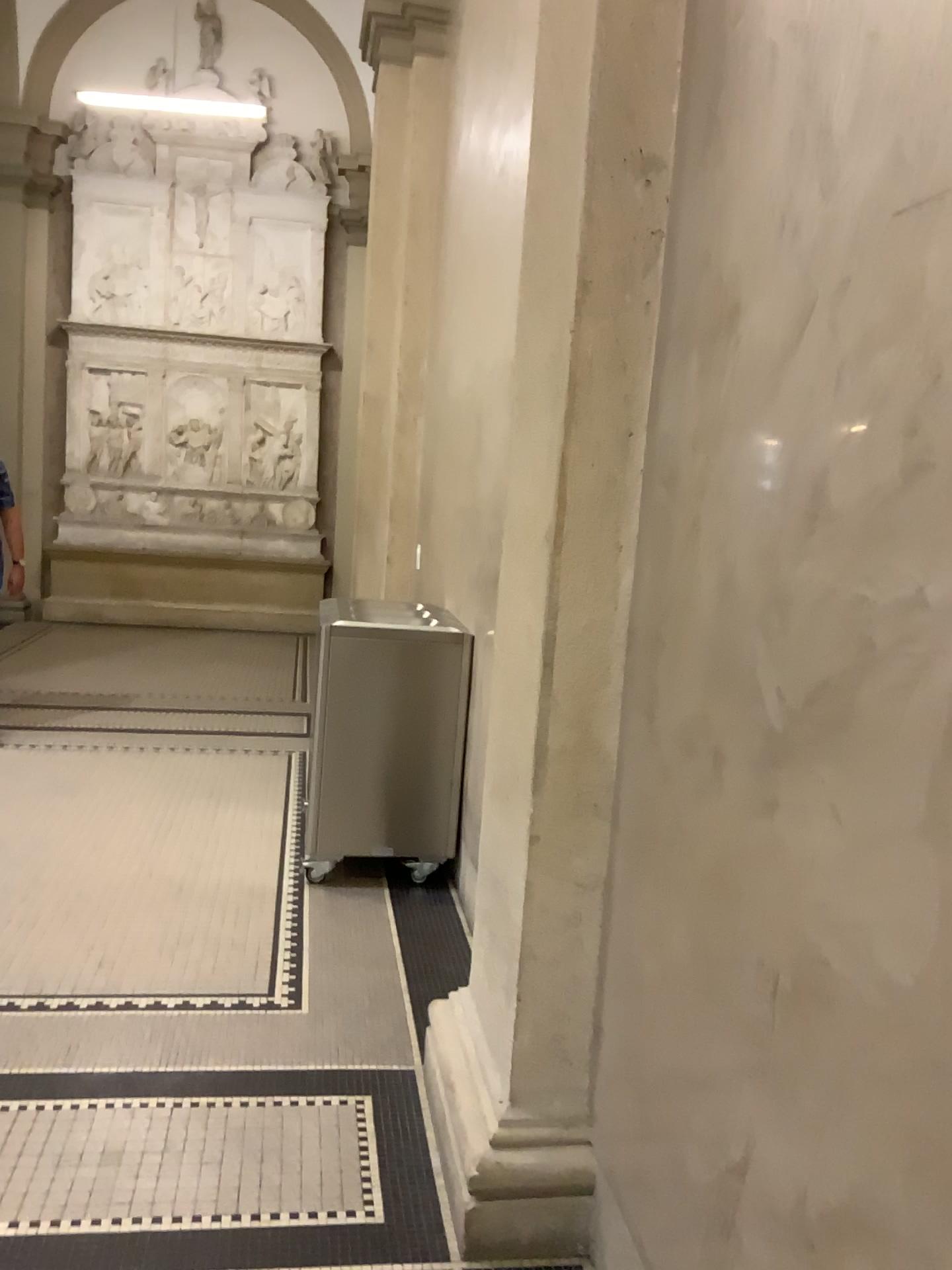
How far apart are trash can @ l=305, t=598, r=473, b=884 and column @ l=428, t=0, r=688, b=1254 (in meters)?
1.49

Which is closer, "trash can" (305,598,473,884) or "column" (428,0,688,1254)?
"column" (428,0,688,1254)

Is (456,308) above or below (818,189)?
above

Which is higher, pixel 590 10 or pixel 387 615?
pixel 590 10

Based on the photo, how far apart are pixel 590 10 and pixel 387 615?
2.28m

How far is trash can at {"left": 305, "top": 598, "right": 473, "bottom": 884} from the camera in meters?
3.9 m

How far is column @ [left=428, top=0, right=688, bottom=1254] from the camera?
2.0m

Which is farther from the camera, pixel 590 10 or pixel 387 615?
pixel 387 615
